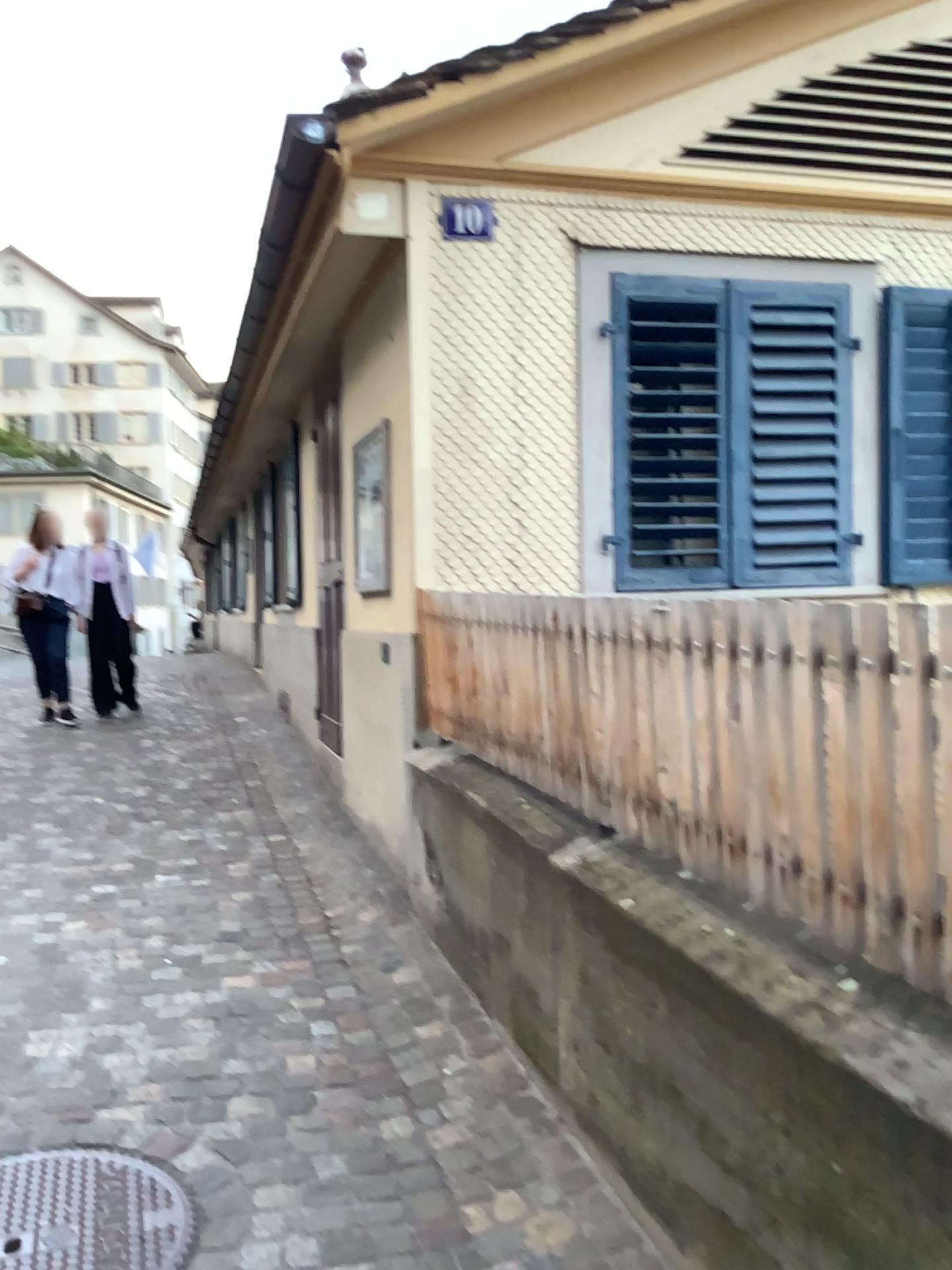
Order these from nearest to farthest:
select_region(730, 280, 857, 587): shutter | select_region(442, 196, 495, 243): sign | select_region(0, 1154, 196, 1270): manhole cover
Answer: select_region(0, 1154, 196, 1270): manhole cover
select_region(442, 196, 495, 243): sign
select_region(730, 280, 857, 587): shutter

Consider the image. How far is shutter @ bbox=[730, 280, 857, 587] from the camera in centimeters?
441cm

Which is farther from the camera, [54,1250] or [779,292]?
[779,292]

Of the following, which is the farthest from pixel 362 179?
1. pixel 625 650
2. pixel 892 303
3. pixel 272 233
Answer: pixel 625 650

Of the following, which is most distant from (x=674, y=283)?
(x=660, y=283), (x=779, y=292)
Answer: (x=779, y=292)

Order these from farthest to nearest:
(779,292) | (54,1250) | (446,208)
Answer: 1. (779,292)
2. (446,208)
3. (54,1250)

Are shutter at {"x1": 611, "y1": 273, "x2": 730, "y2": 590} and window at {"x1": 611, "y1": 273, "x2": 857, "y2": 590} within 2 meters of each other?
yes

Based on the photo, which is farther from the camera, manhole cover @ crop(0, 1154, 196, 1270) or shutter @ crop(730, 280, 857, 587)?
shutter @ crop(730, 280, 857, 587)

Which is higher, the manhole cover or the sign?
the sign

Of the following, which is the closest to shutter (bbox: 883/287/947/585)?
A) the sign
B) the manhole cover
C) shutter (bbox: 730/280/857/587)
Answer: shutter (bbox: 730/280/857/587)
